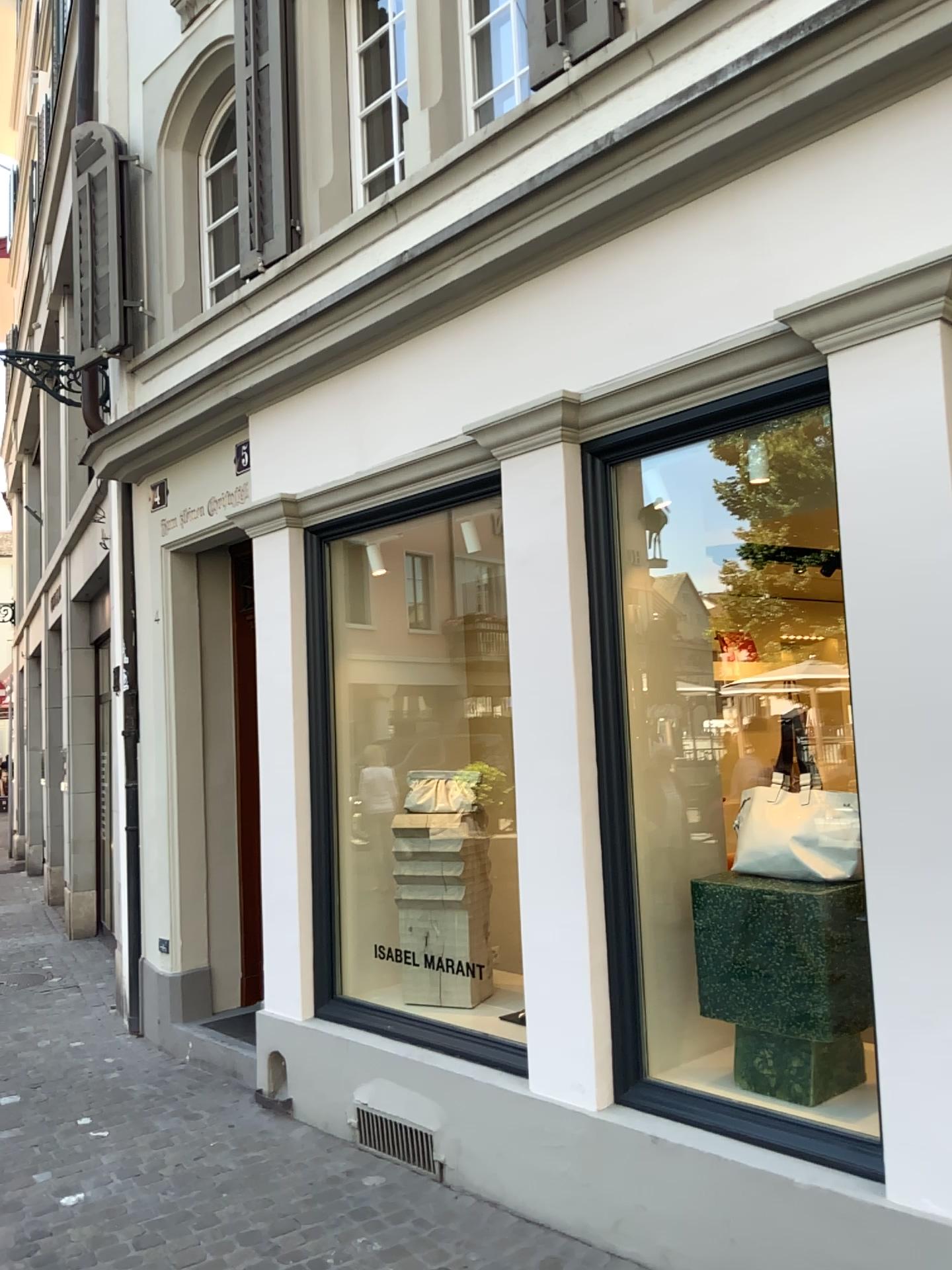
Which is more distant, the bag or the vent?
the vent

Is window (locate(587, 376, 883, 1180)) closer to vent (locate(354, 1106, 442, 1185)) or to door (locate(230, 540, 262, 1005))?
vent (locate(354, 1106, 442, 1185))

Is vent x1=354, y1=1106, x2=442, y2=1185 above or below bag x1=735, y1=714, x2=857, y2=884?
below

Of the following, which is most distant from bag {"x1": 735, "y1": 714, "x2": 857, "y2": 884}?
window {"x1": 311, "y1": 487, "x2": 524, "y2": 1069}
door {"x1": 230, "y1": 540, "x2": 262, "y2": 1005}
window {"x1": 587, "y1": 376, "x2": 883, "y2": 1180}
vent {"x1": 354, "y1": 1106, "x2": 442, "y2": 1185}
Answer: door {"x1": 230, "y1": 540, "x2": 262, "y2": 1005}

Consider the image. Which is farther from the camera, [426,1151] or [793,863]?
[426,1151]

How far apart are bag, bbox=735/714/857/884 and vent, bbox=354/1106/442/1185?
1.6m

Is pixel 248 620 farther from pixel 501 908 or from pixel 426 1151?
pixel 426 1151

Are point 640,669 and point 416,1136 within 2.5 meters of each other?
yes

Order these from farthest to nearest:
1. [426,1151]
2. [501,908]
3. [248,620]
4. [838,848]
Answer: [248,620] → [501,908] → [426,1151] → [838,848]

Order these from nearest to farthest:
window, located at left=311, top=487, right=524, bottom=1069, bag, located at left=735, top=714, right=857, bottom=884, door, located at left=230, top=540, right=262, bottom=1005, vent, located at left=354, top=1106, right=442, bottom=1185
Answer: bag, located at left=735, top=714, right=857, bottom=884 < vent, located at left=354, top=1106, right=442, bottom=1185 < window, located at left=311, top=487, right=524, bottom=1069 < door, located at left=230, top=540, right=262, bottom=1005
